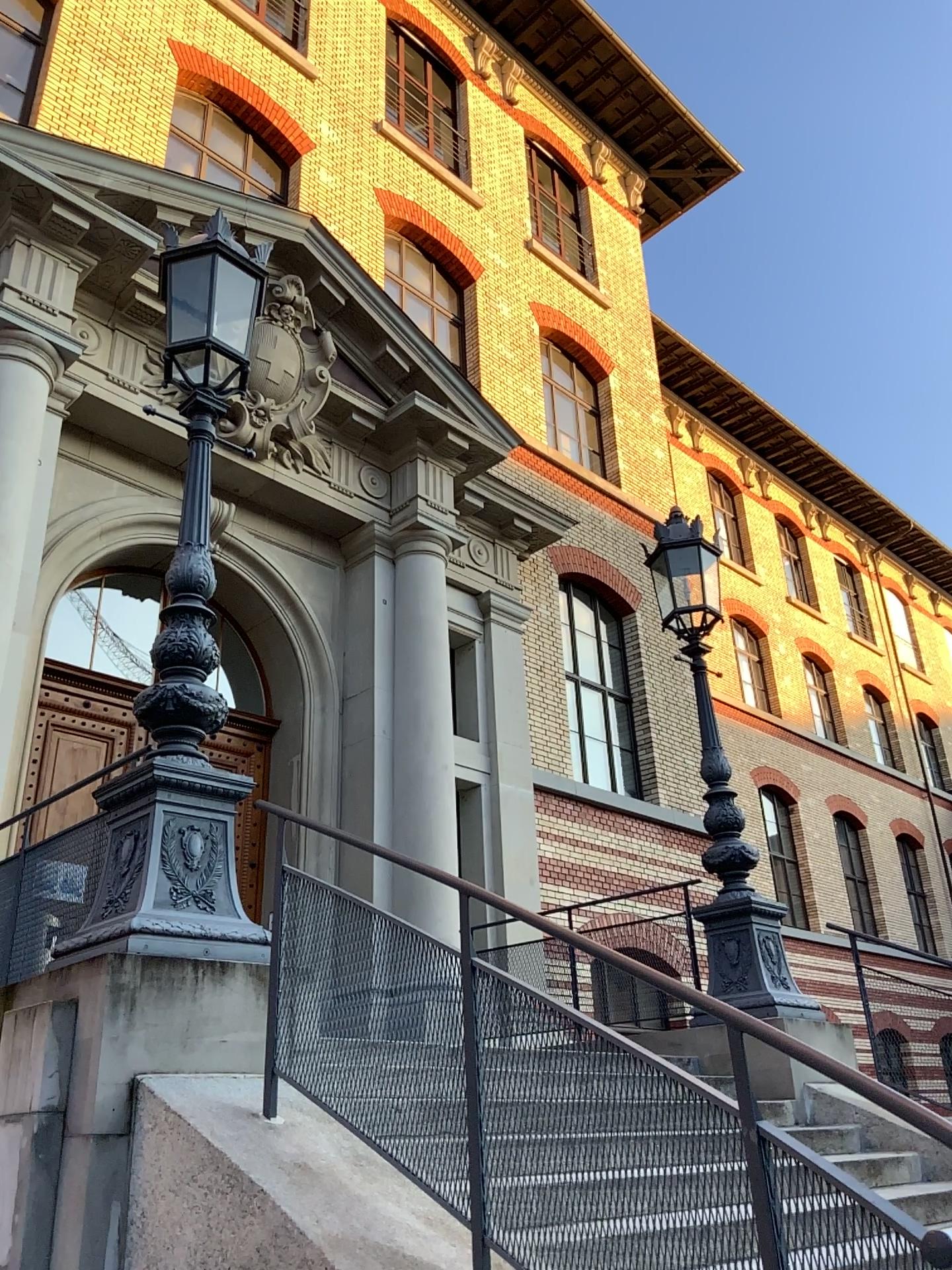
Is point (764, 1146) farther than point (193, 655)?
No
